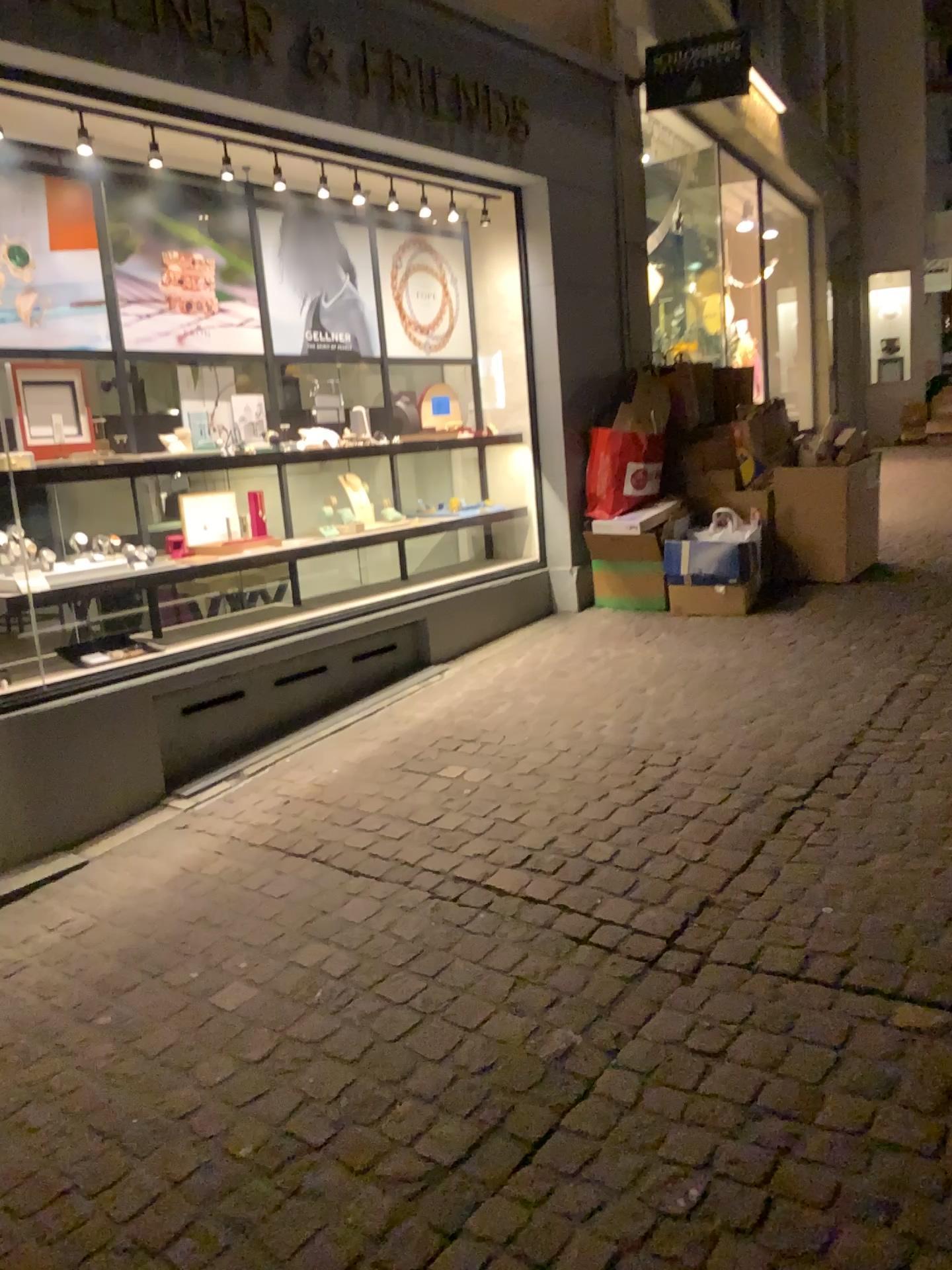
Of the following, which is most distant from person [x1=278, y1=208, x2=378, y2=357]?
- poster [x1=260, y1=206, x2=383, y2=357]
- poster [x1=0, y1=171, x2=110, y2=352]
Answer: poster [x1=0, y1=171, x2=110, y2=352]

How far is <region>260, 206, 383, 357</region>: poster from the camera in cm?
466

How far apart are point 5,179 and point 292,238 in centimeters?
134cm

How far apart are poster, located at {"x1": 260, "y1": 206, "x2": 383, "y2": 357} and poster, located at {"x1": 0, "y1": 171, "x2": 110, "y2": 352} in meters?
0.9 m

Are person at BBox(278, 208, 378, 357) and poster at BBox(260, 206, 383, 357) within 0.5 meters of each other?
yes

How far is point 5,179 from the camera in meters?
3.7

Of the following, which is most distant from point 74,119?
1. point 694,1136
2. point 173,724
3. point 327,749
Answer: point 694,1136

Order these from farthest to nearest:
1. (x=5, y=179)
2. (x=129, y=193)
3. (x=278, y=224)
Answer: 1. (x=278, y=224)
2. (x=129, y=193)
3. (x=5, y=179)

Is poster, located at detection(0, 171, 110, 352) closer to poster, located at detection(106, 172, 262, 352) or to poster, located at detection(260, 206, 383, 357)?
poster, located at detection(106, 172, 262, 352)

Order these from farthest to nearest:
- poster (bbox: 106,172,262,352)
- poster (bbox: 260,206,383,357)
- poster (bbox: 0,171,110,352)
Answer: poster (bbox: 260,206,383,357), poster (bbox: 106,172,262,352), poster (bbox: 0,171,110,352)
